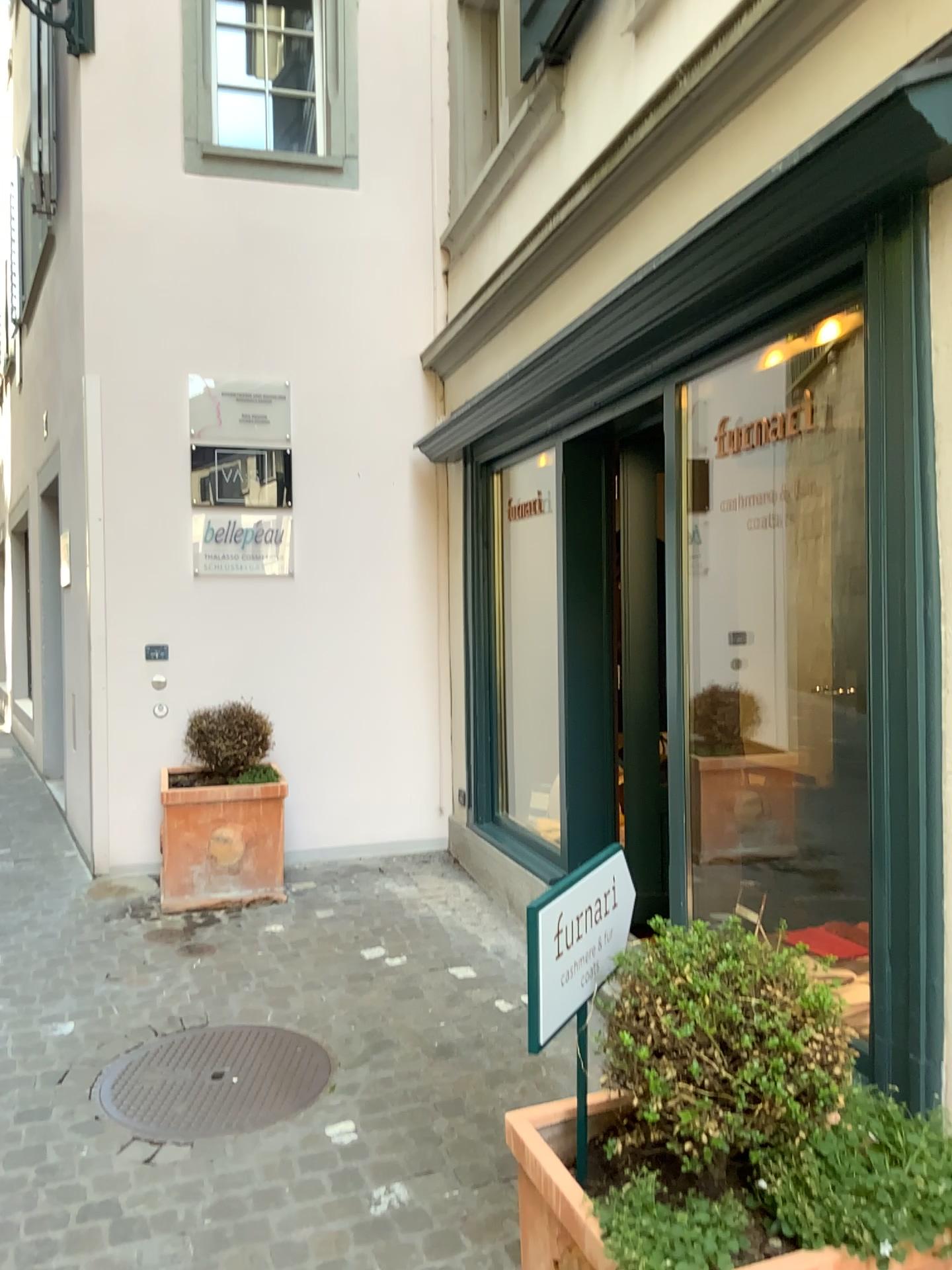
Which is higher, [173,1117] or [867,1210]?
[867,1210]

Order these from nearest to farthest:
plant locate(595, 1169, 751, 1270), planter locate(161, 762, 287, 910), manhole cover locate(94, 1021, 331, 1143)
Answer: plant locate(595, 1169, 751, 1270), manhole cover locate(94, 1021, 331, 1143), planter locate(161, 762, 287, 910)

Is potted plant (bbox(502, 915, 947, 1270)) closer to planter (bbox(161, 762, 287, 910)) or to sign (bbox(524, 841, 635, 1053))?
sign (bbox(524, 841, 635, 1053))

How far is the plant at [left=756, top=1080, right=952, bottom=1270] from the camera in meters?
1.5

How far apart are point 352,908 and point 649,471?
2.3m

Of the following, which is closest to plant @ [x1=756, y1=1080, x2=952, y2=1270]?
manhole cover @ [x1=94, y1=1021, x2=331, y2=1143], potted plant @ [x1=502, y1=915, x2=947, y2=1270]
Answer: potted plant @ [x1=502, y1=915, x2=947, y2=1270]

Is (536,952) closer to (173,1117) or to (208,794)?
(173,1117)

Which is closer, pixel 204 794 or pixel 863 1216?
pixel 863 1216

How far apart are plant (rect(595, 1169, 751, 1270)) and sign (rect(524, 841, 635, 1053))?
0.3 meters

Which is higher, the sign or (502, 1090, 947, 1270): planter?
the sign
